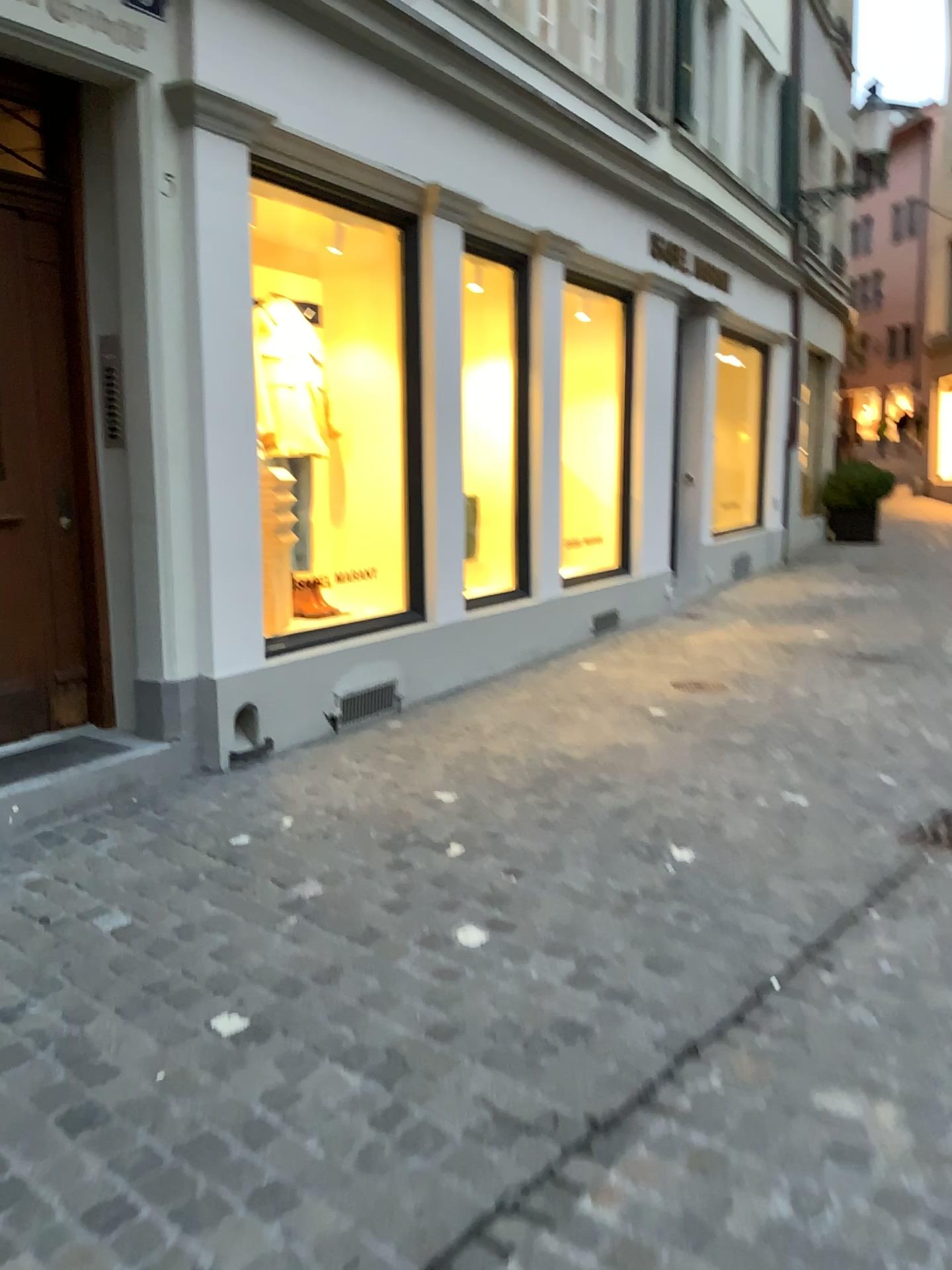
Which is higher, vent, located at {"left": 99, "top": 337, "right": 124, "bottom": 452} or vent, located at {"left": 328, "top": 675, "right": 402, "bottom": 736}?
vent, located at {"left": 99, "top": 337, "right": 124, "bottom": 452}

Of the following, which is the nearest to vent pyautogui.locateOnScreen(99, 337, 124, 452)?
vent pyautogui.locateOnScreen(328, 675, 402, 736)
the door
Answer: the door

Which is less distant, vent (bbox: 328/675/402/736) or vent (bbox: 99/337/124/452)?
vent (bbox: 99/337/124/452)

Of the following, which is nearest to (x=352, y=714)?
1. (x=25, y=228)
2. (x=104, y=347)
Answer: (x=104, y=347)

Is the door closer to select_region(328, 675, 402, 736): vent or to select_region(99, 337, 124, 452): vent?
select_region(99, 337, 124, 452): vent

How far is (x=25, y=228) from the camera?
4.2m

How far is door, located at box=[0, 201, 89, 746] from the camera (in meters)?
4.22

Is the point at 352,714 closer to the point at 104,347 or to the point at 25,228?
the point at 104,347

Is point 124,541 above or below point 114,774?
above
